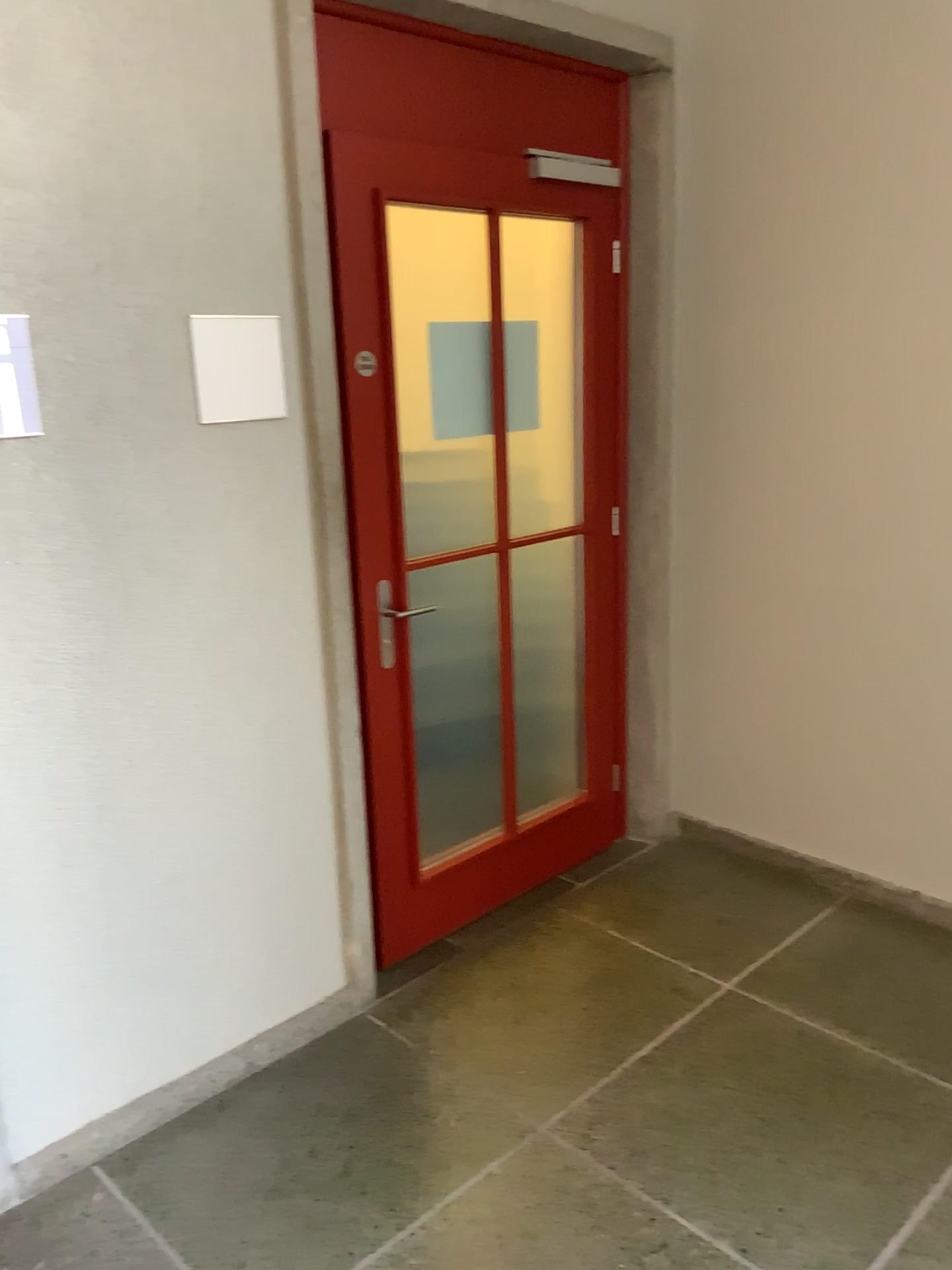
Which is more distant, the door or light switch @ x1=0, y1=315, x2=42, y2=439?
the door

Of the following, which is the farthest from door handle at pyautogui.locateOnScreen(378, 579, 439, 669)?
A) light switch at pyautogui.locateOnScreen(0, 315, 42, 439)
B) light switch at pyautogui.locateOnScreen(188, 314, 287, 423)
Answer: light switch at pyautogui.locateOnScreen(0, 315, 42, 439)

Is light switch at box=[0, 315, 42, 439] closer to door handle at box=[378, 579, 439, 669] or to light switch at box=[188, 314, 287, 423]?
light switch at box=[188, 314, 287, 423]

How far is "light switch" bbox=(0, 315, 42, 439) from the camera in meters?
1.9 m

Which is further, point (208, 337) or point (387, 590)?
point (387, 590)

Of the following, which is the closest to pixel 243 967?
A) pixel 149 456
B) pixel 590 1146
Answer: pixel 590 1146

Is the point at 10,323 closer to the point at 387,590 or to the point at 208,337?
the point at 208,337

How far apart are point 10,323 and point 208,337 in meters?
0.4

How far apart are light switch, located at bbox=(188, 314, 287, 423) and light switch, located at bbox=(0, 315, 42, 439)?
0.35m

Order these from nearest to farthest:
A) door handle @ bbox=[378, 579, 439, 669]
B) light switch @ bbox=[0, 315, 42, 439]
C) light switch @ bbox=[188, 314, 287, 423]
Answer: light switch @ bbox=[0, 315, 42, 439], light switch @ bbox=[188, 314, 287, 423], door handle @ bbox=[378, 579, 439, 669]
